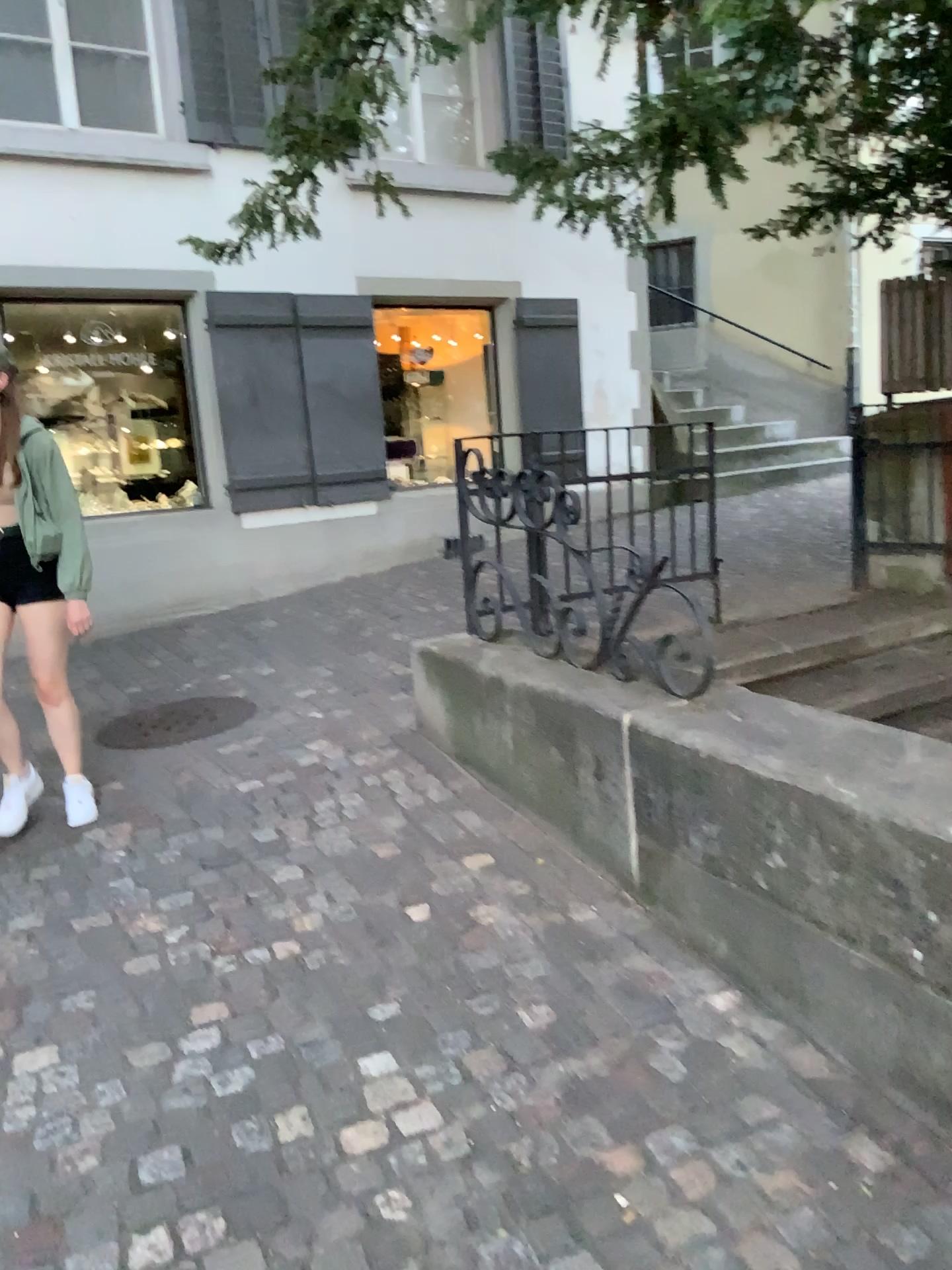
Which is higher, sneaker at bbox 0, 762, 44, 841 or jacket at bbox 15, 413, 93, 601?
jacket at bbox 15, 413, 93, 601

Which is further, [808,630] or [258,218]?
[808,630]

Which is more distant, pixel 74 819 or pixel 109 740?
pixel 109 740

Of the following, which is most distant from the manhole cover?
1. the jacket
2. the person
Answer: the jacket

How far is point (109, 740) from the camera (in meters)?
4.46

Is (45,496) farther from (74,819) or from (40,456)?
(74,819)

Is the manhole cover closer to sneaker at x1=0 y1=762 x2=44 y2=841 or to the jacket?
sneaker at x1=0 y1=762 x2=44 y2=841

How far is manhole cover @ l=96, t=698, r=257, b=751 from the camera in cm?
446

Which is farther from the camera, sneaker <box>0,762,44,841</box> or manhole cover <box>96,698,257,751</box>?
manhole cover <box>96,698,257,751</box>

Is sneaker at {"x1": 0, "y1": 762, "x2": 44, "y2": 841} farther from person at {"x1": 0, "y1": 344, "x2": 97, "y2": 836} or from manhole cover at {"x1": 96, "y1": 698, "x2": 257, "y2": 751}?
manhole cover at {"x1": 96, "y1": 698, "x2": 257, "y2": 751}
